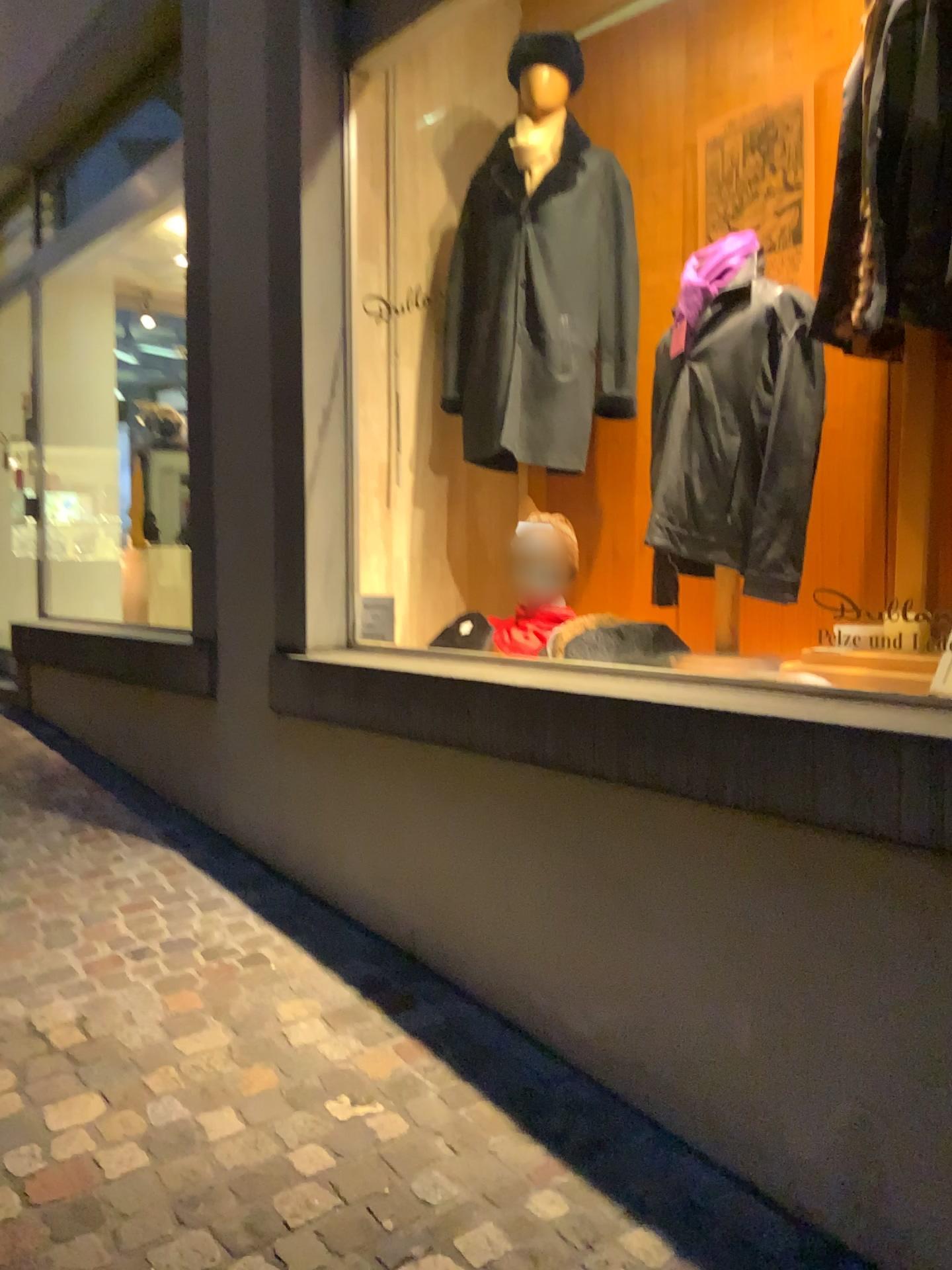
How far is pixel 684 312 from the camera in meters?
2.6 m

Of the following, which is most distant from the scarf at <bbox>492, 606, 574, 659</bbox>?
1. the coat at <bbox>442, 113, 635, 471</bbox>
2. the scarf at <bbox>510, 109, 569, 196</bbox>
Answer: the scarf at <bbox>510, 109, 569, 196</bbox>

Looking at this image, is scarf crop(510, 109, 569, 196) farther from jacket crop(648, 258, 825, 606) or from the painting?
jacket crop(648, 258, 825, 606)

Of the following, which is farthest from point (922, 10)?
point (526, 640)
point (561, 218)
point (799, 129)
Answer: point (526, 640)

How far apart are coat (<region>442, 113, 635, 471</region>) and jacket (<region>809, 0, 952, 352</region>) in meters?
1.0

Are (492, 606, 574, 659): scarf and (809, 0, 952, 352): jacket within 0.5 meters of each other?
no

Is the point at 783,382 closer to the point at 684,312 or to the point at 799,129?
the point at 684,312

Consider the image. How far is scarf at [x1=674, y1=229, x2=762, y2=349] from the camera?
2.58m

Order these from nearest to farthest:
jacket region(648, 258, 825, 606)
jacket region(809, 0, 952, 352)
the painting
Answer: jacket region(809, 0, 952, 352)
jacket region(648, 258, 825, 606)
the painting

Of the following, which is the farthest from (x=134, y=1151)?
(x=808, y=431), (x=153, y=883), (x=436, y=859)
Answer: (x=808, y=431)
